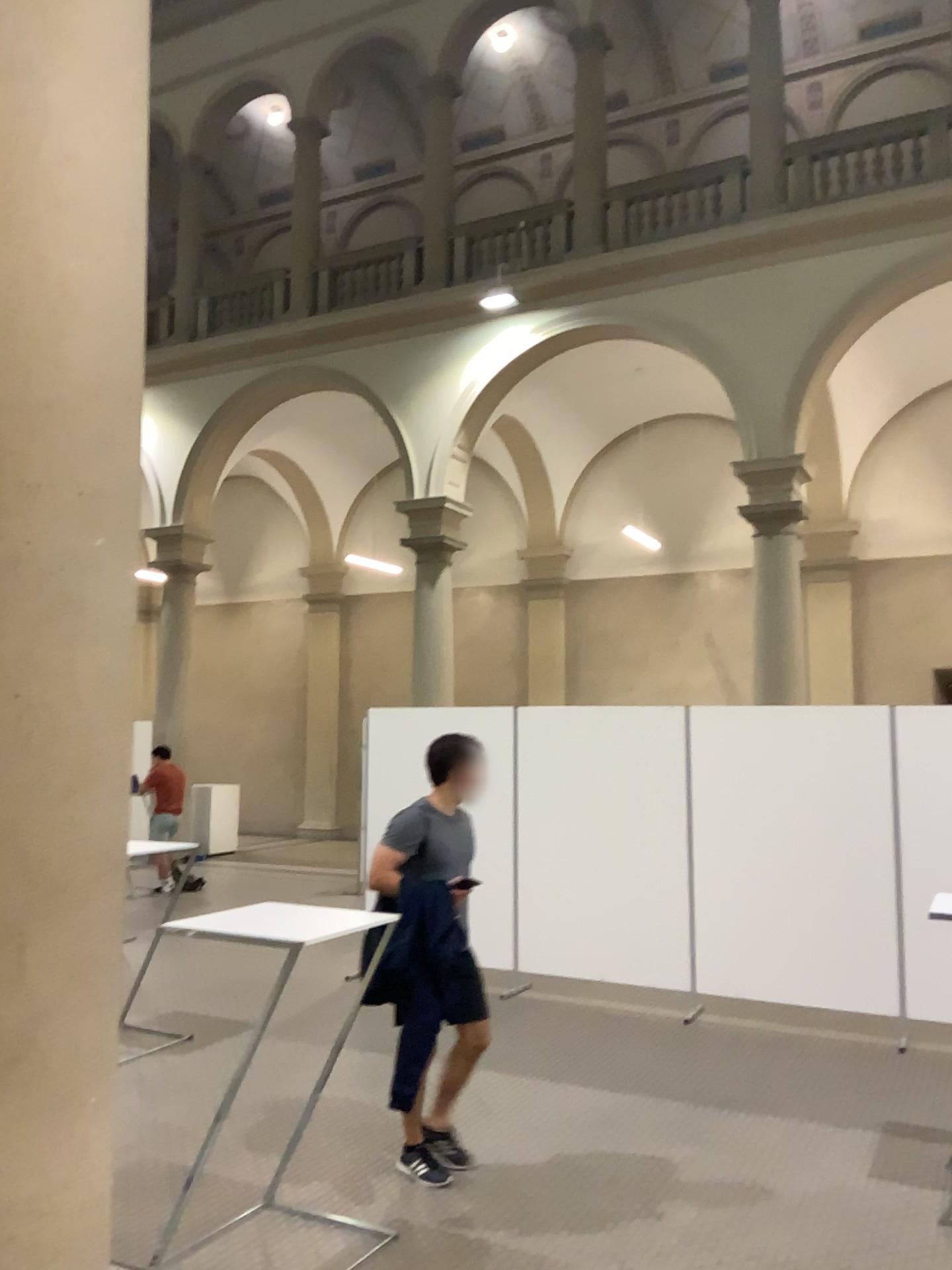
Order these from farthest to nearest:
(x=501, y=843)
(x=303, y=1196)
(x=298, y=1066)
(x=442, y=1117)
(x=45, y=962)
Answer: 1. (x=501, y=843)
2. (x=298, y=1066)
3. (x=442, y=1117)
4. (x=303, y=1196)
5. (x=45, y=962)

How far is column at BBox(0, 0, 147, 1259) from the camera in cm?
236

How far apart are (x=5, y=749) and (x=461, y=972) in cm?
224

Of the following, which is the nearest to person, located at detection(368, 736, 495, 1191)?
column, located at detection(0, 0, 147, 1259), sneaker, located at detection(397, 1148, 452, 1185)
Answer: sneaker, located at detection(397, 1148, 452, 1185)

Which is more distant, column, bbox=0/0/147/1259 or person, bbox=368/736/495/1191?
person, bbox=368/736/495/1191

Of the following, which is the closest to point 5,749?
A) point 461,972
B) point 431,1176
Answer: point 461,972

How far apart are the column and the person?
1.67m

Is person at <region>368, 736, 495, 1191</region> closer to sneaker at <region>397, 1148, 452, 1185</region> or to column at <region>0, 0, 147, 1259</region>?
sneaker at <region>397, 1148, 452, 1185</region>

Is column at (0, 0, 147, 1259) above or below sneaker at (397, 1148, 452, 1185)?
above

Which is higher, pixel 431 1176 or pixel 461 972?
pixel 461 972
